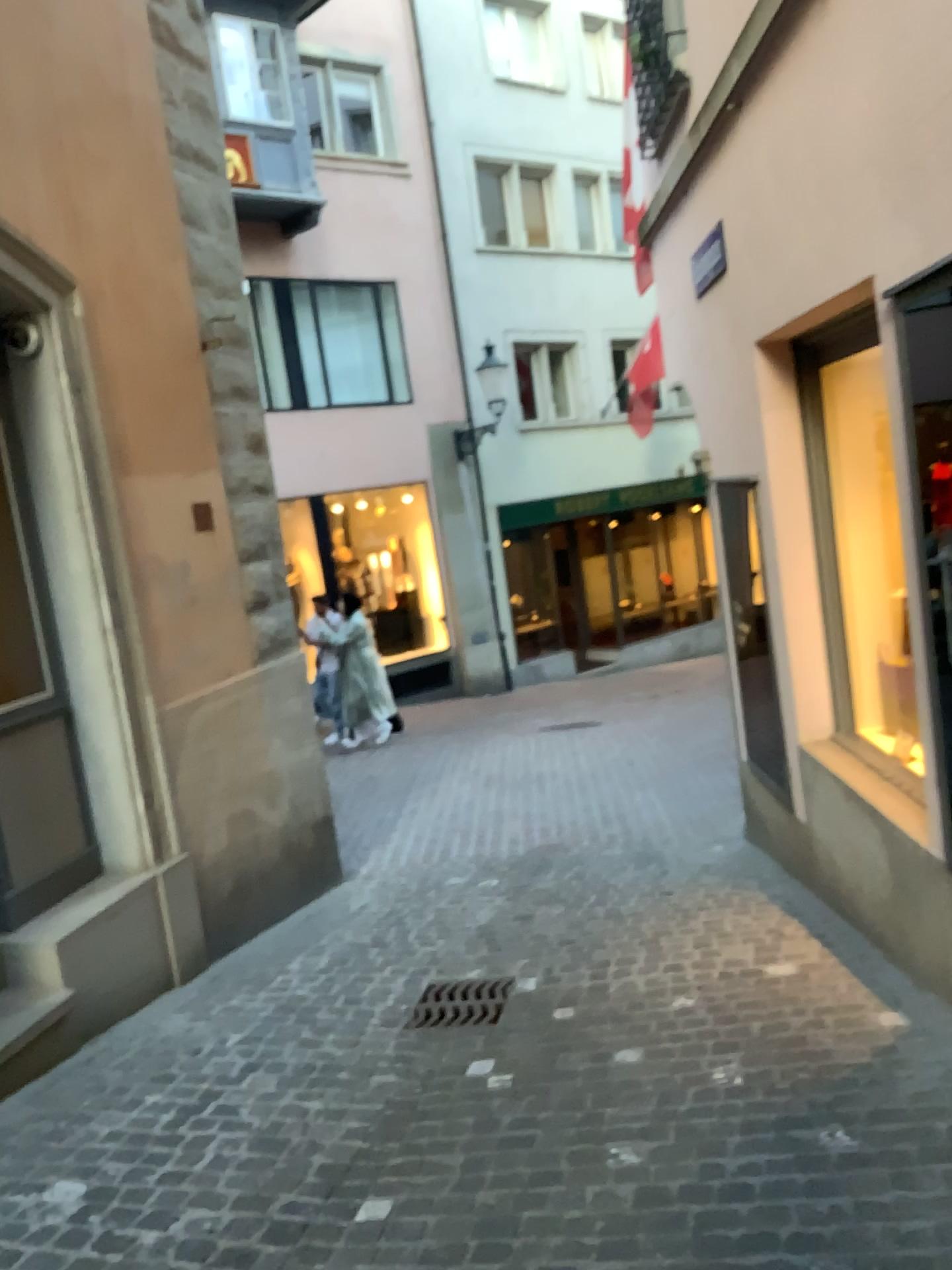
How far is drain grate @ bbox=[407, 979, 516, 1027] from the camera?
3.9m

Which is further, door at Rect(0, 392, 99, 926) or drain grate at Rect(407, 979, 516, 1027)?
door at Rect(0, 392, 99, 926)

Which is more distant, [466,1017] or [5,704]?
[5,704]

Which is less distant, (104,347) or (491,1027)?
(491,1027)

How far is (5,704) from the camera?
4.3m

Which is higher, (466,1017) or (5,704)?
(5,704)

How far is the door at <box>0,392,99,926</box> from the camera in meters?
4.3

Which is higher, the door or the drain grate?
the door

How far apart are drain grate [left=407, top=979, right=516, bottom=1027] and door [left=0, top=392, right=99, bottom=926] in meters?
1.5
